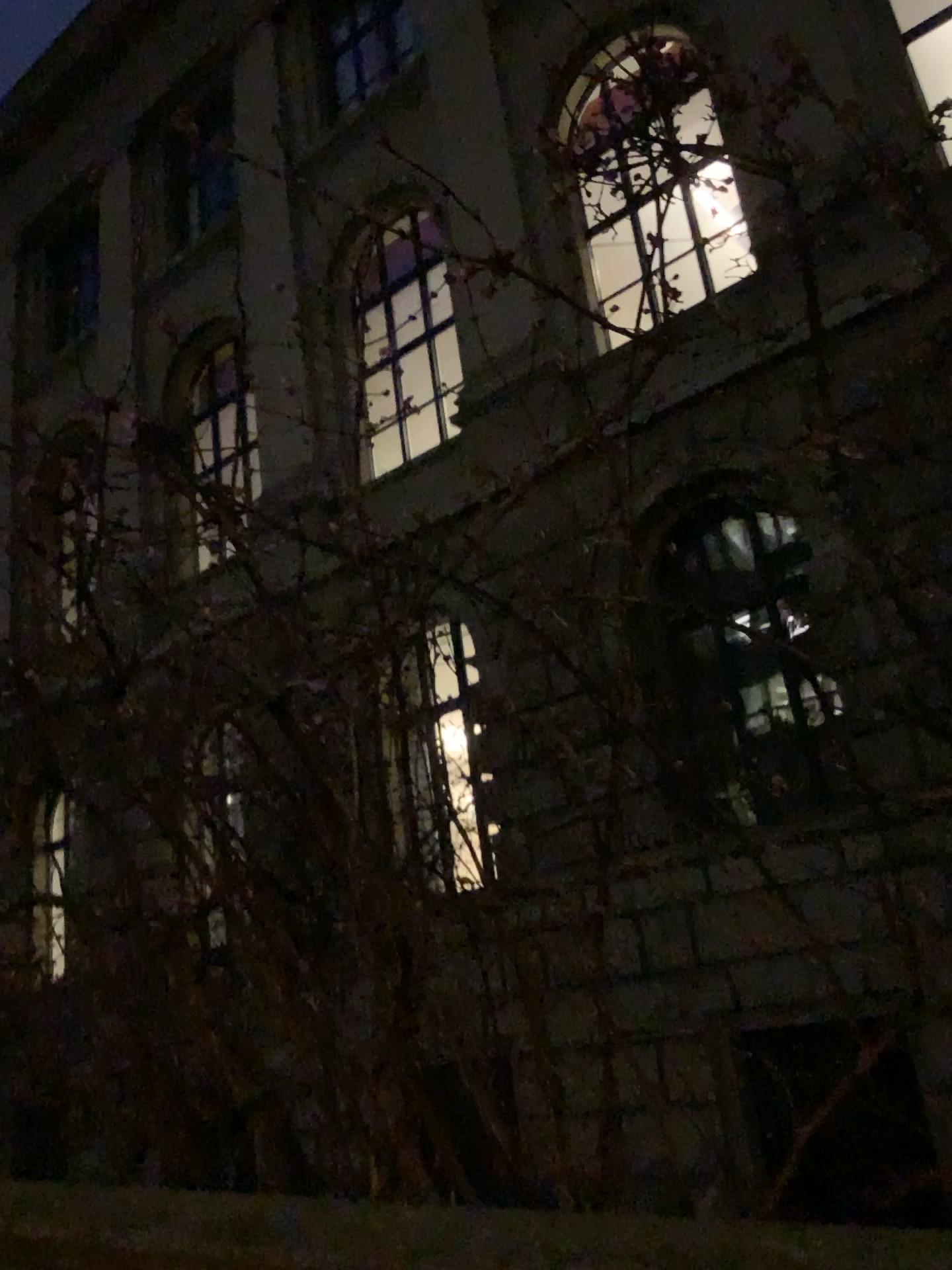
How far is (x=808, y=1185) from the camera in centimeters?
246cm
